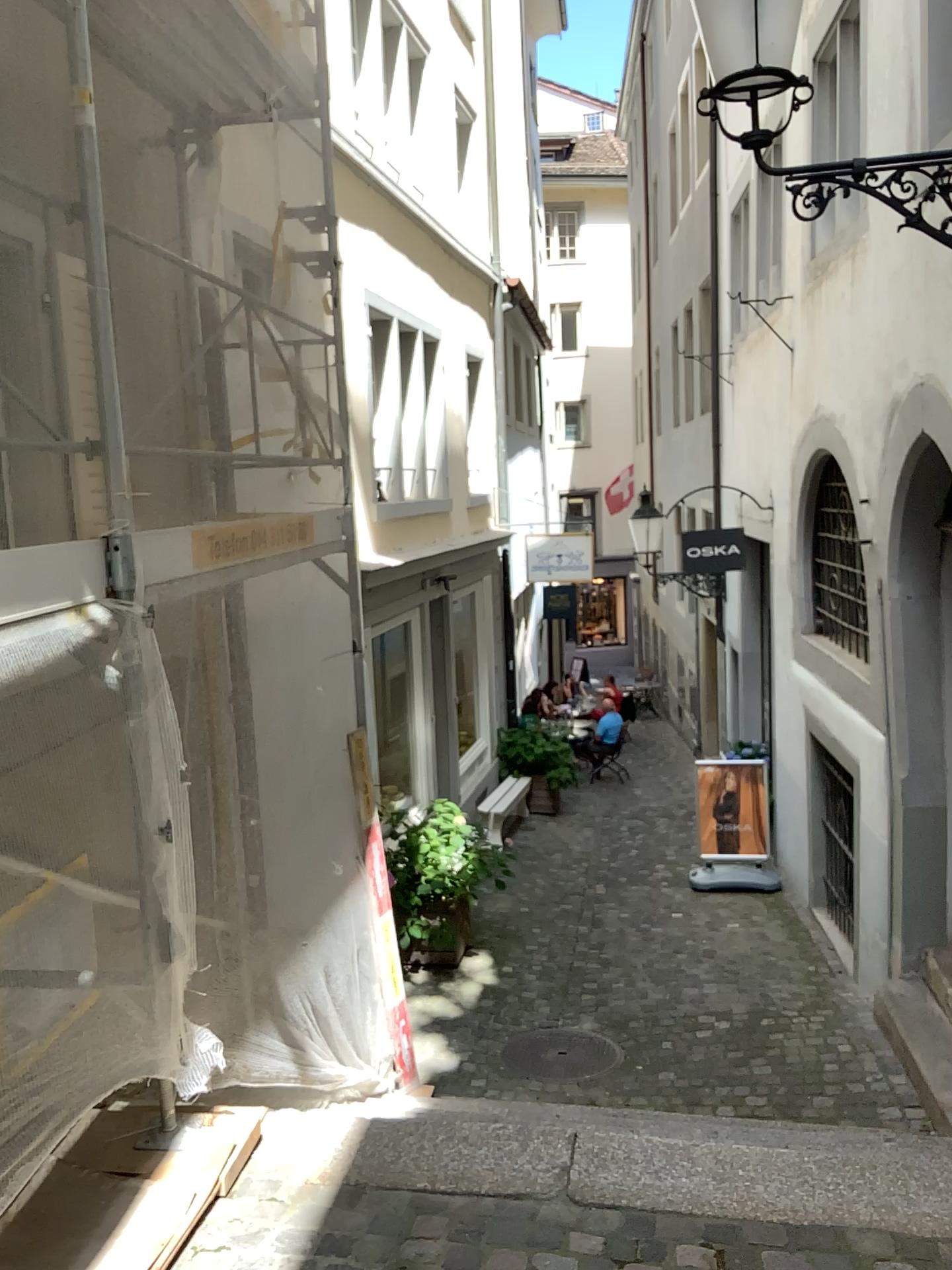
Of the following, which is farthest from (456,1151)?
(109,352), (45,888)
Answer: (109,352)
